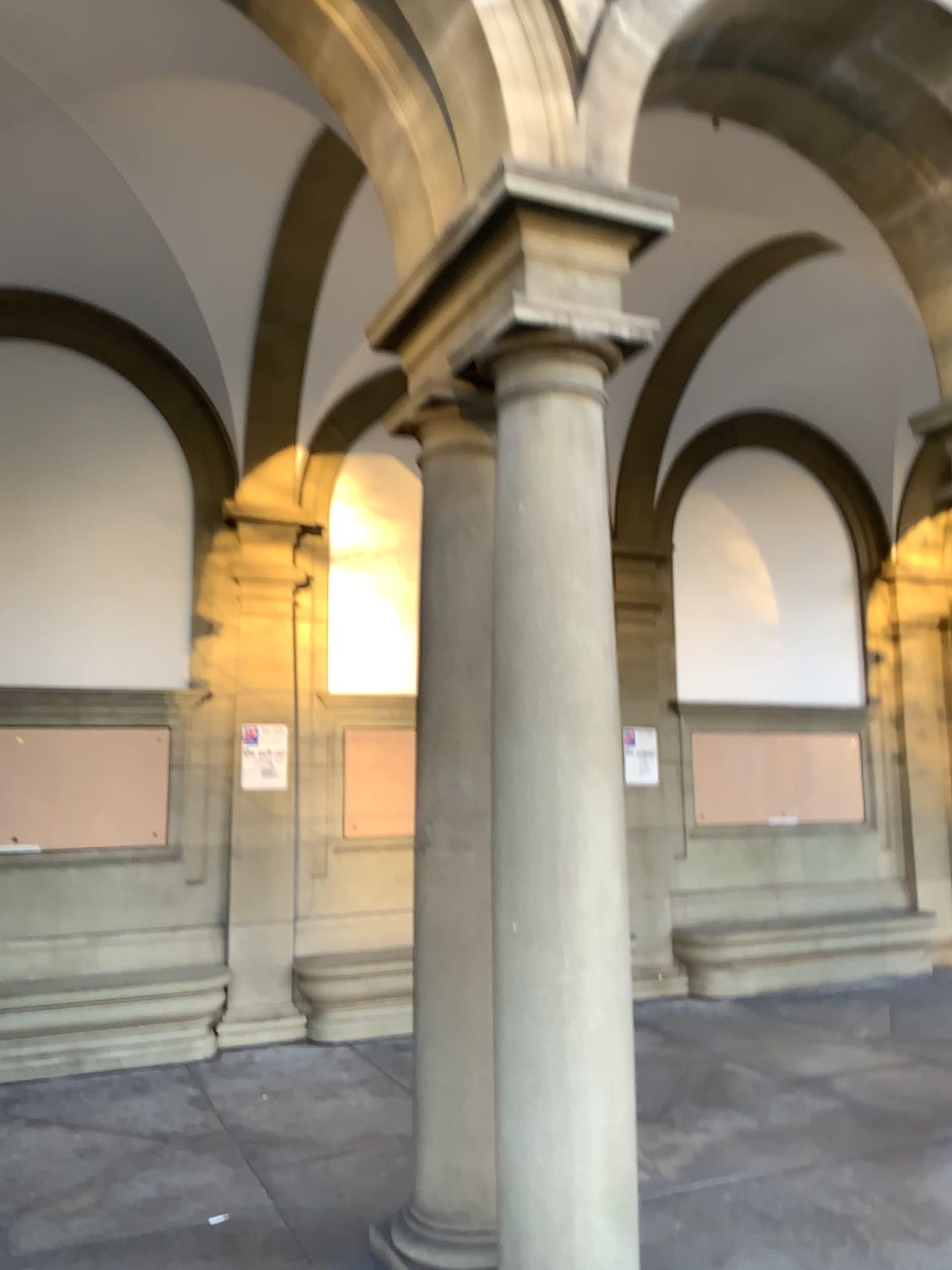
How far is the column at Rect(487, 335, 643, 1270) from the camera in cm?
294

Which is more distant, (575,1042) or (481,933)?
(481,933)

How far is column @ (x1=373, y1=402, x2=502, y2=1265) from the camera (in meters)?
3.54

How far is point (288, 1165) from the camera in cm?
442

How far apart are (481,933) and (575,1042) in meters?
0.7

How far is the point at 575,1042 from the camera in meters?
2.9 m

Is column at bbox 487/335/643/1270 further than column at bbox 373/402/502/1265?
No
